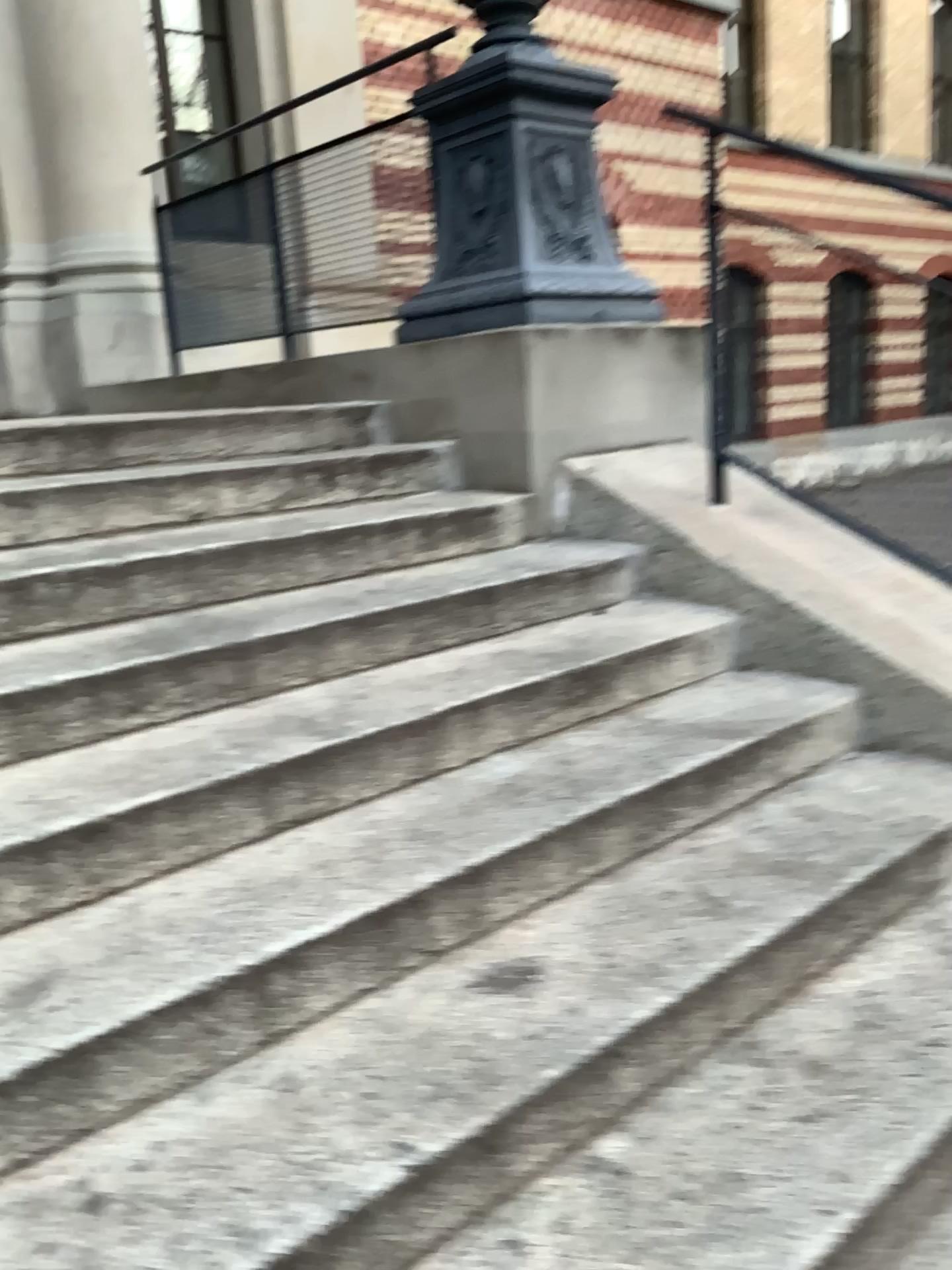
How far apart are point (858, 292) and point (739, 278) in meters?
0.4

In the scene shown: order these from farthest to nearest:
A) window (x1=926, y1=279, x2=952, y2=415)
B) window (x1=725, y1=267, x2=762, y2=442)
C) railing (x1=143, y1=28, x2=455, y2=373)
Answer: railing (x1=143, y1=28, x2=455, y2=373)
window (x1=725, y1=267, x2=762, y2=442)
window (x1=926, y1=279, x2=952, y2=415)

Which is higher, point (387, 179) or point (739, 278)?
point (387, 179)

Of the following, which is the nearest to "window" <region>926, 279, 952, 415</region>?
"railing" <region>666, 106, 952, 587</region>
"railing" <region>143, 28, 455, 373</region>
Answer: "railing" <region>666, 106, 952, 587</region>

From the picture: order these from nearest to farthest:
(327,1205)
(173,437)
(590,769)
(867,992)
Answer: (327,1205) < (867,992) < (590,769) < (173,437)

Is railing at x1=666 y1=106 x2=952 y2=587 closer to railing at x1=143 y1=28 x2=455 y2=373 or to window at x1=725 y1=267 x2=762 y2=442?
window at x1=725 y1=267 x2=762 y2=442

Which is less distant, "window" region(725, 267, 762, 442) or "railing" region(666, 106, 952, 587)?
"railing" region(666, 106, 952, 587)

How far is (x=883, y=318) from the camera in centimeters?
253cm

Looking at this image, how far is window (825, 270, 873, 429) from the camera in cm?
258

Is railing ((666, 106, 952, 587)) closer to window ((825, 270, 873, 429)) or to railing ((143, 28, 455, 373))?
window ((825, 270, 873, 429))
